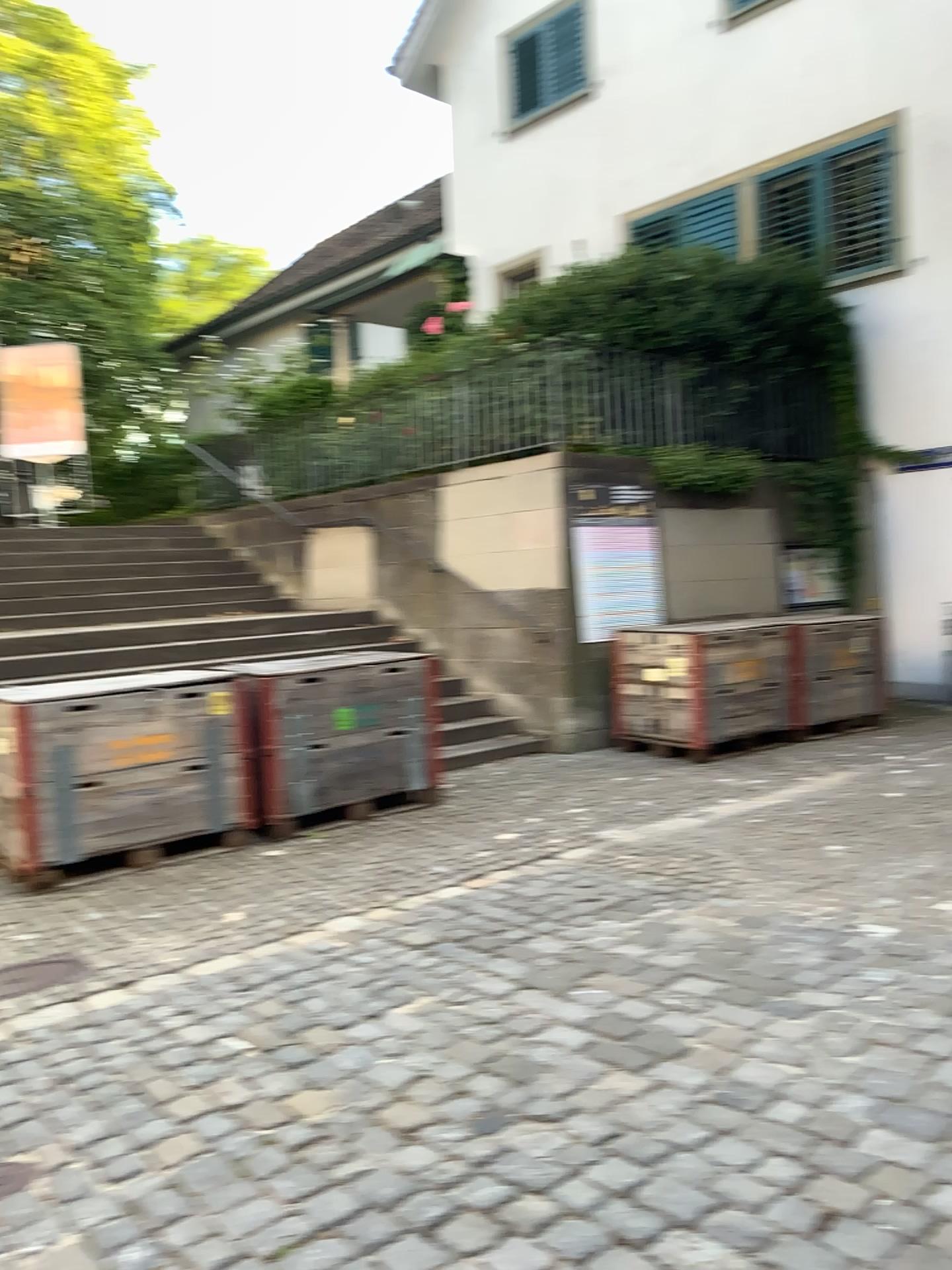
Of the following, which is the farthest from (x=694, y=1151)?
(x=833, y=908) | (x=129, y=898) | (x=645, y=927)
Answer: (x=129, y=898)
